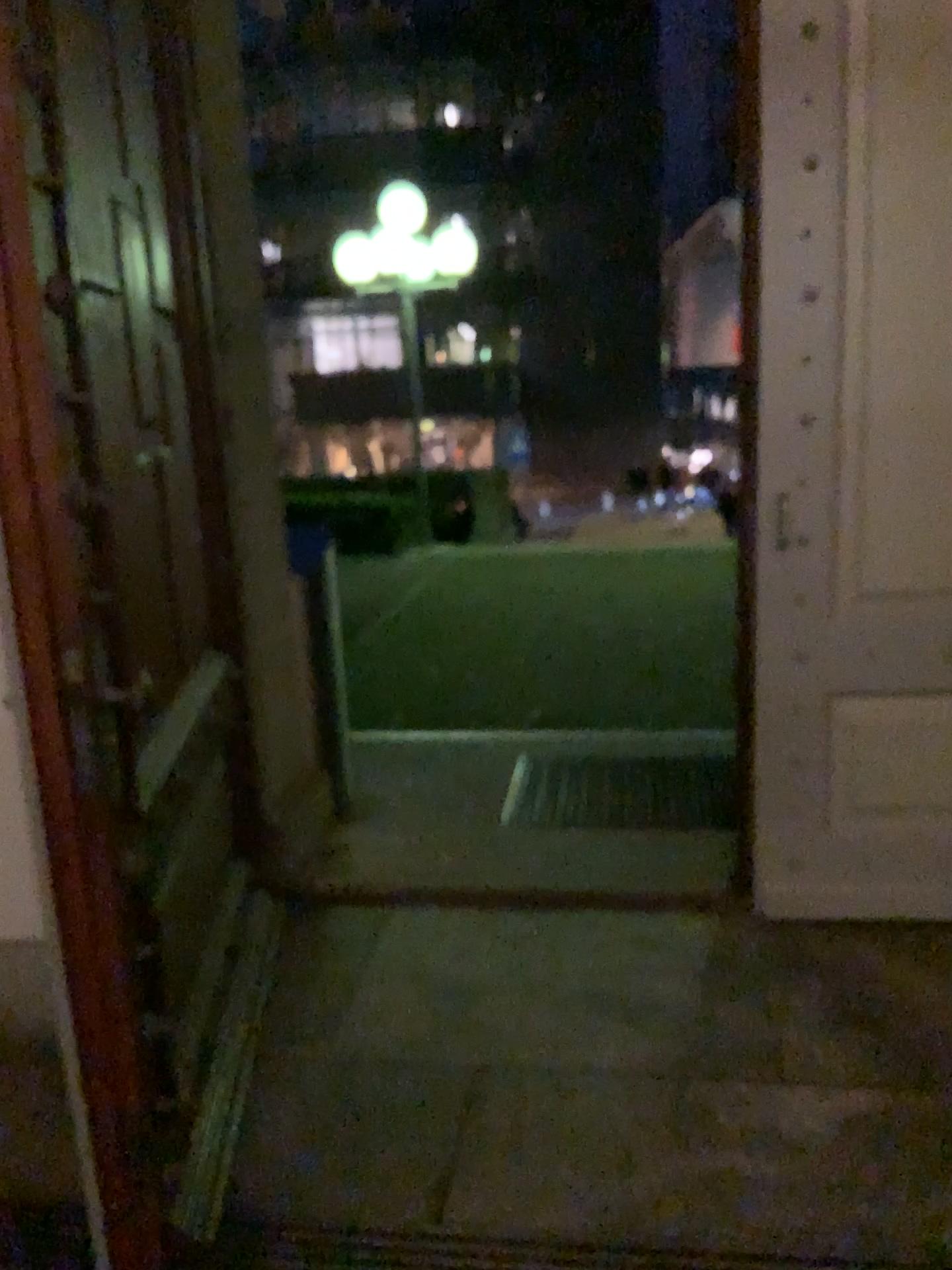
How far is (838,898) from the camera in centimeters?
297cm

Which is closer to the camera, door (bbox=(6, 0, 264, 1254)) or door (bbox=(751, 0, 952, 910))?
door (bbox=(6, 0, 264, 1254))

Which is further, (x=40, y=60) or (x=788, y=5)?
(x=788, y=5)

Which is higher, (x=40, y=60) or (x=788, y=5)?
(x=788, y=5)
